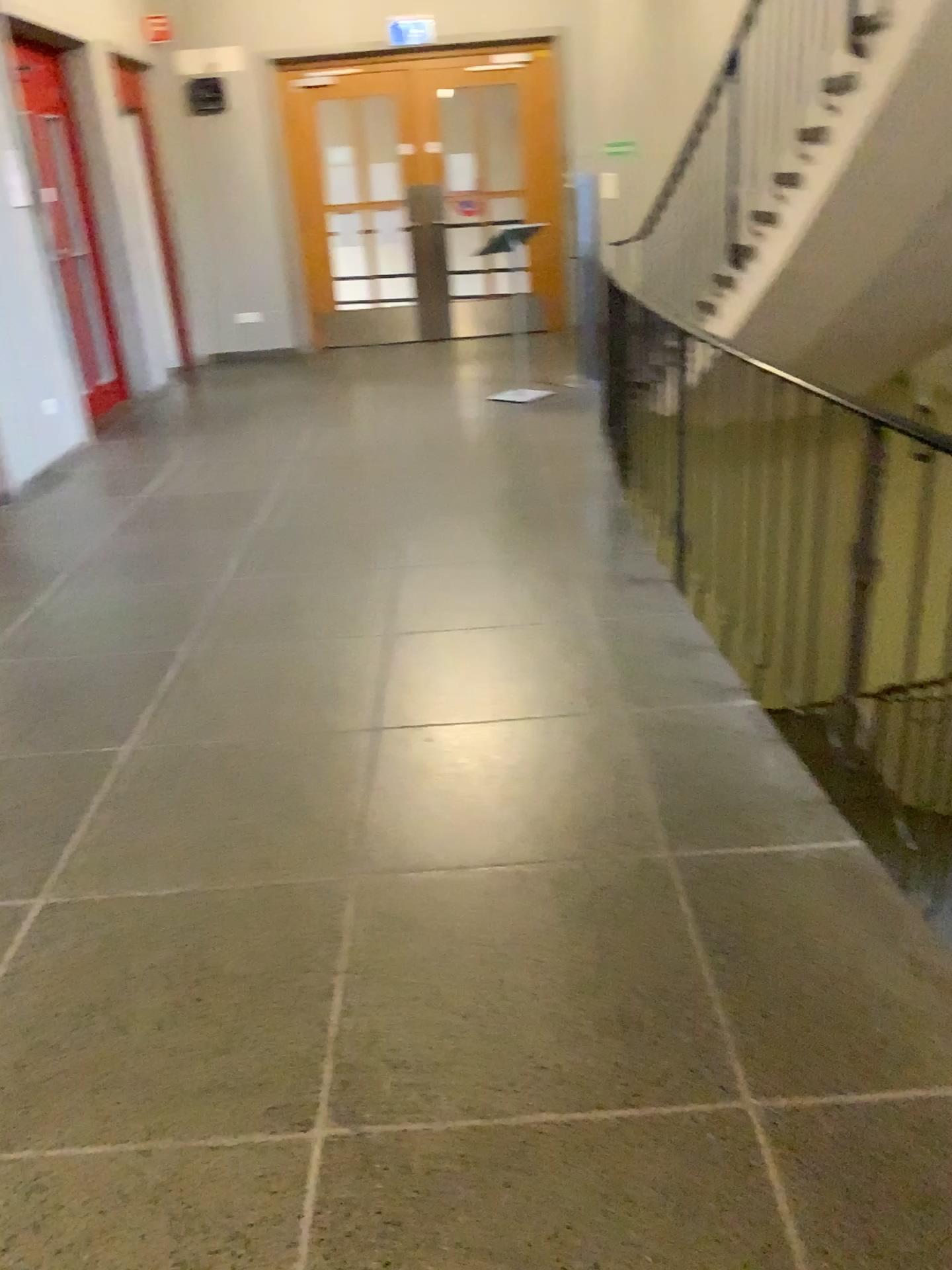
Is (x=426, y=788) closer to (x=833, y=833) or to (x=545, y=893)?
(x=545, y=893)
